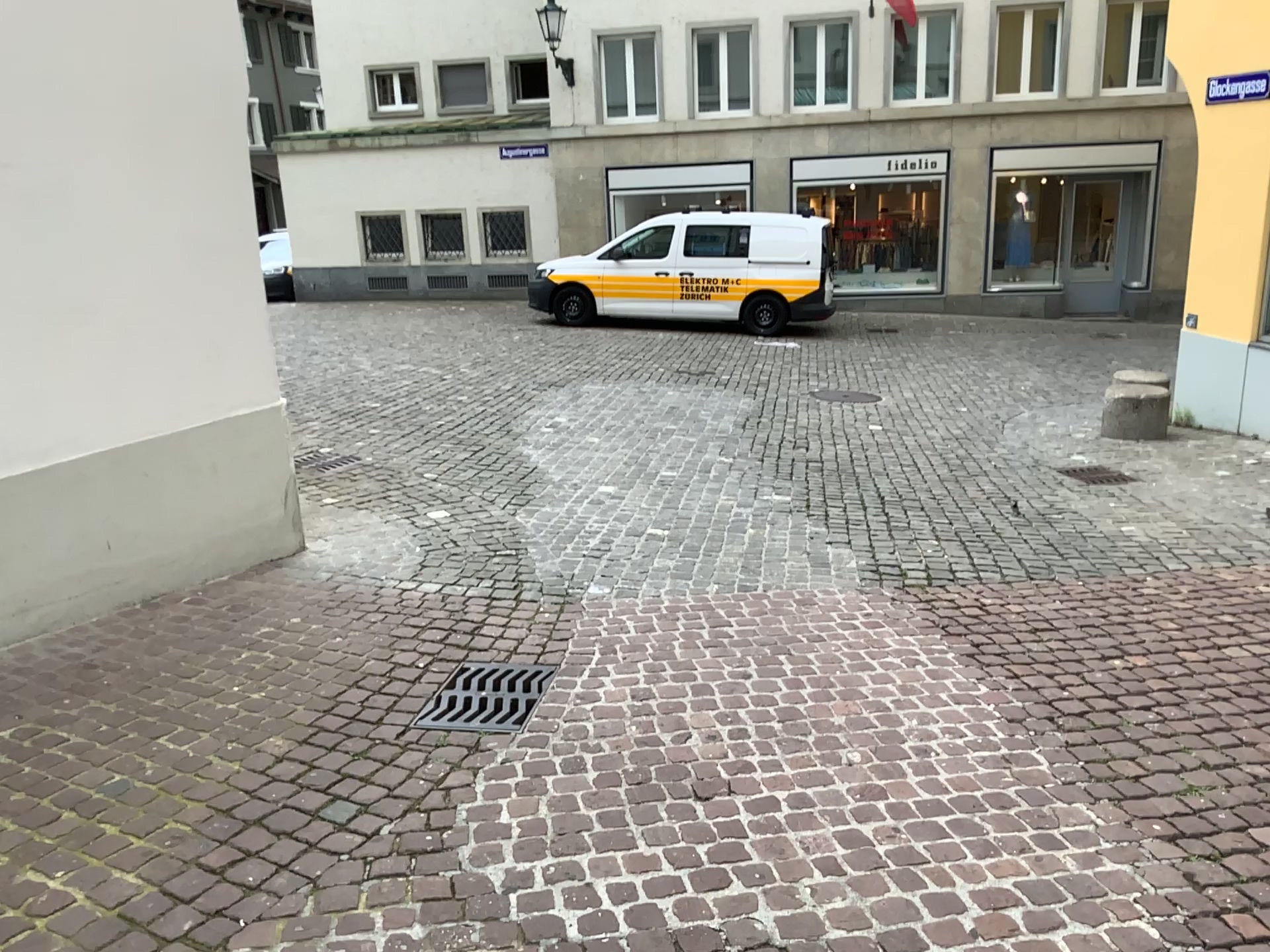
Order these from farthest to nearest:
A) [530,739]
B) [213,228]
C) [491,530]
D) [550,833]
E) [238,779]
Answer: [491,530] < [213,228] < [530,739] < [238,779] < [550,833]
